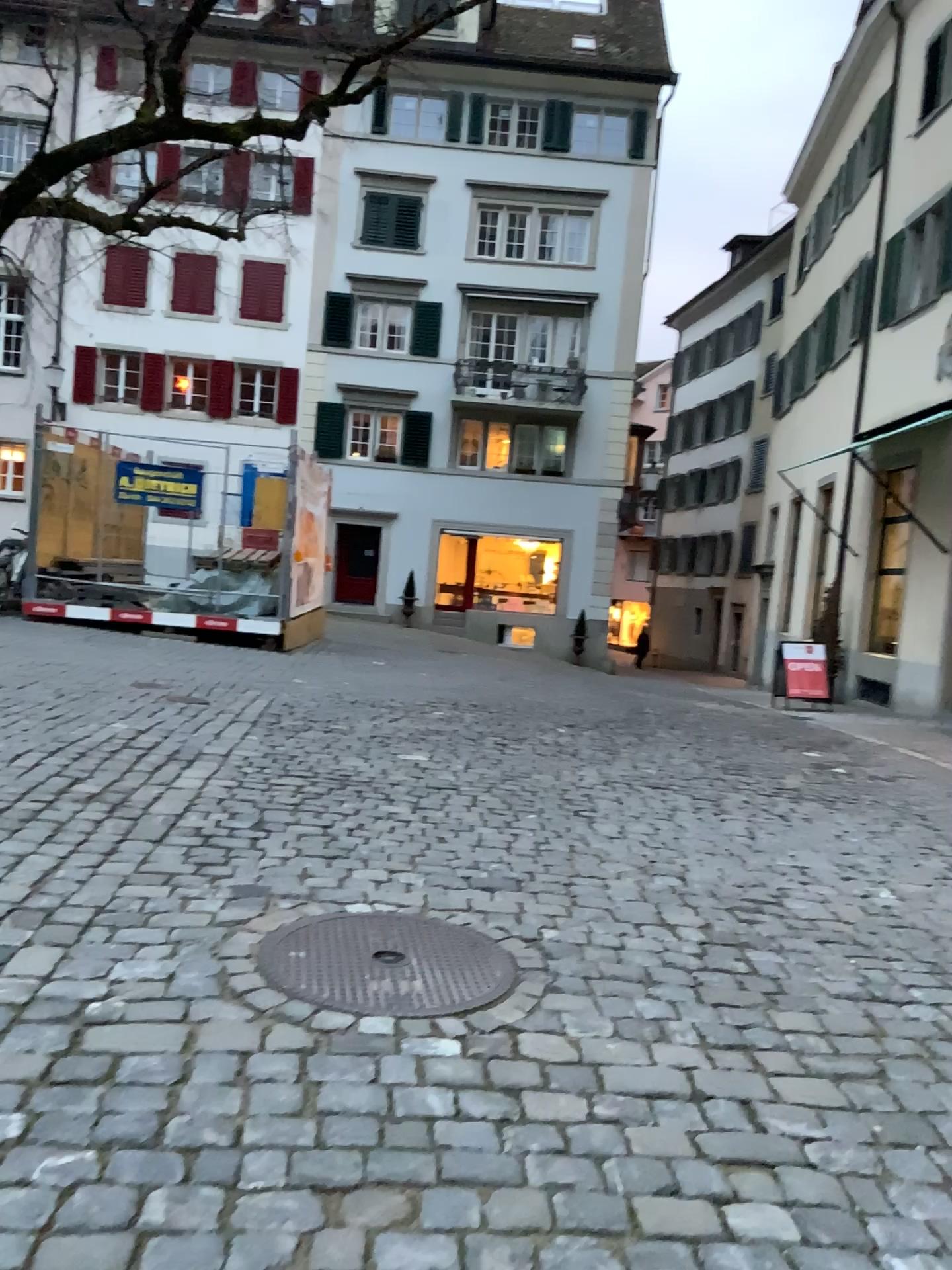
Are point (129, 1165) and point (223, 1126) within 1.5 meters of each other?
yes
